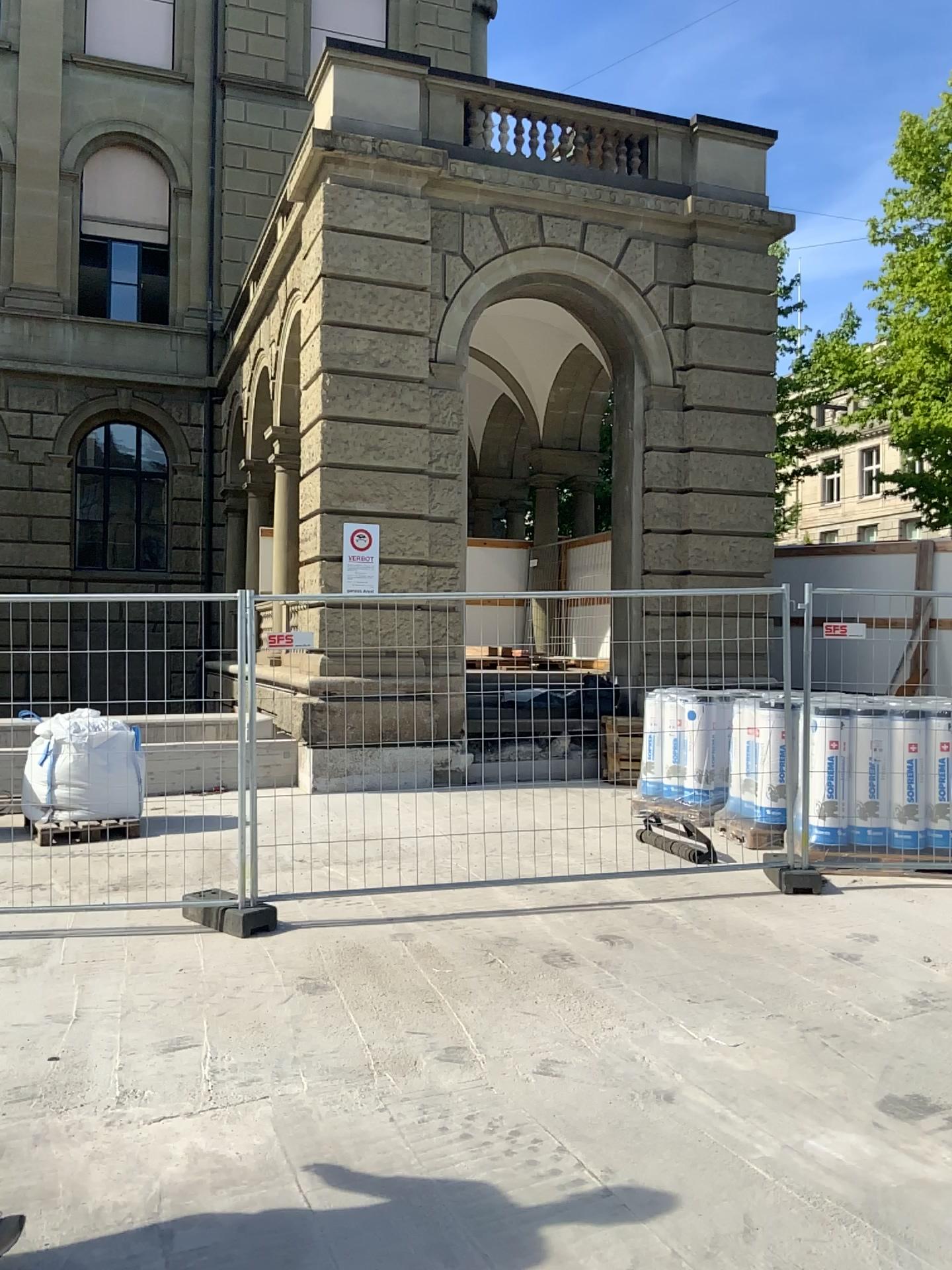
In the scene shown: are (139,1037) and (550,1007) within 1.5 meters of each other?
no
